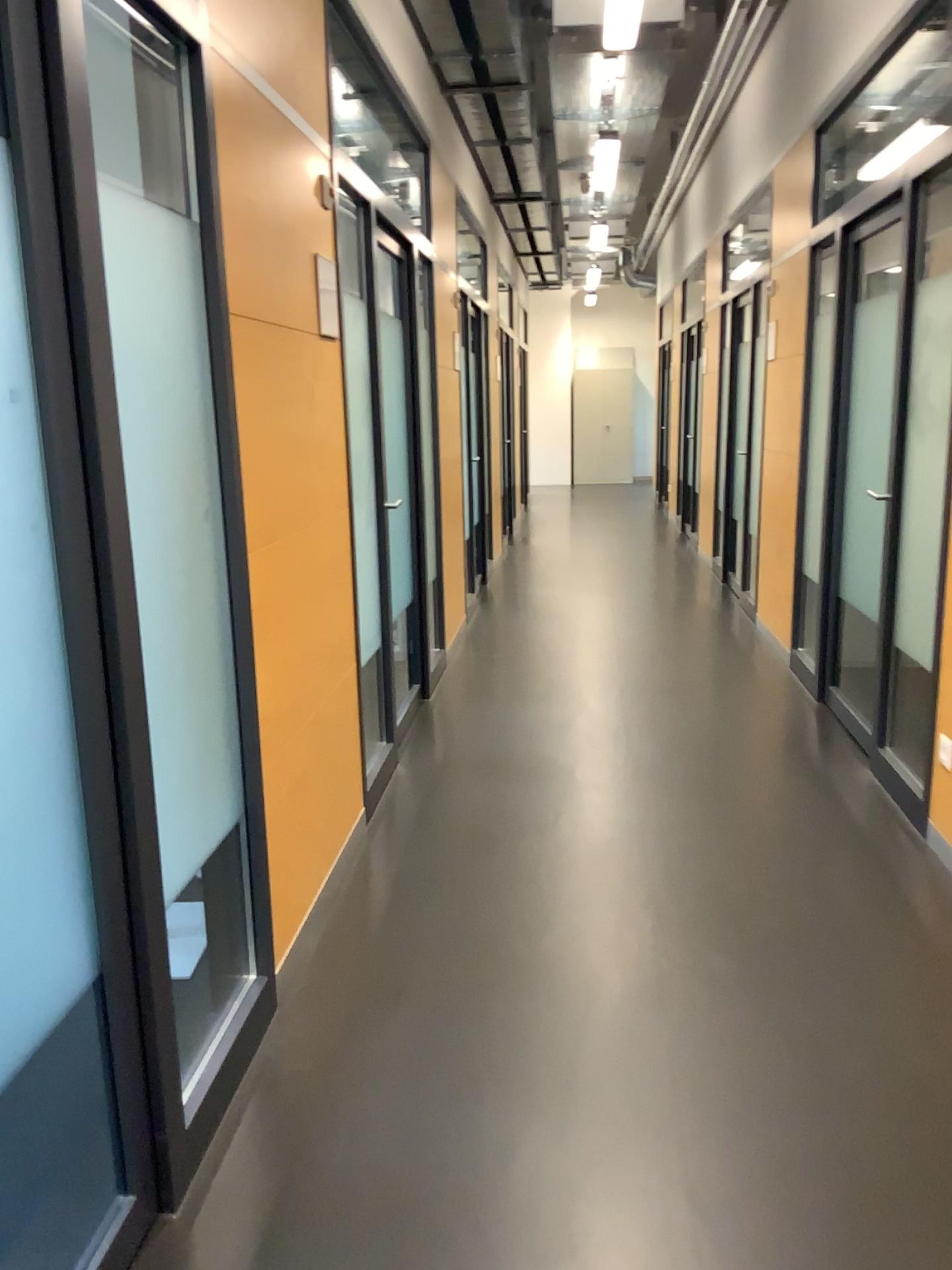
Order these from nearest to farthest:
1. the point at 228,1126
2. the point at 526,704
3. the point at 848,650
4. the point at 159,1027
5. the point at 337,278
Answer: the point at 159,1027, the point at 228,1126, the point at 337,278, the point at 848,650, the point at 526,704
